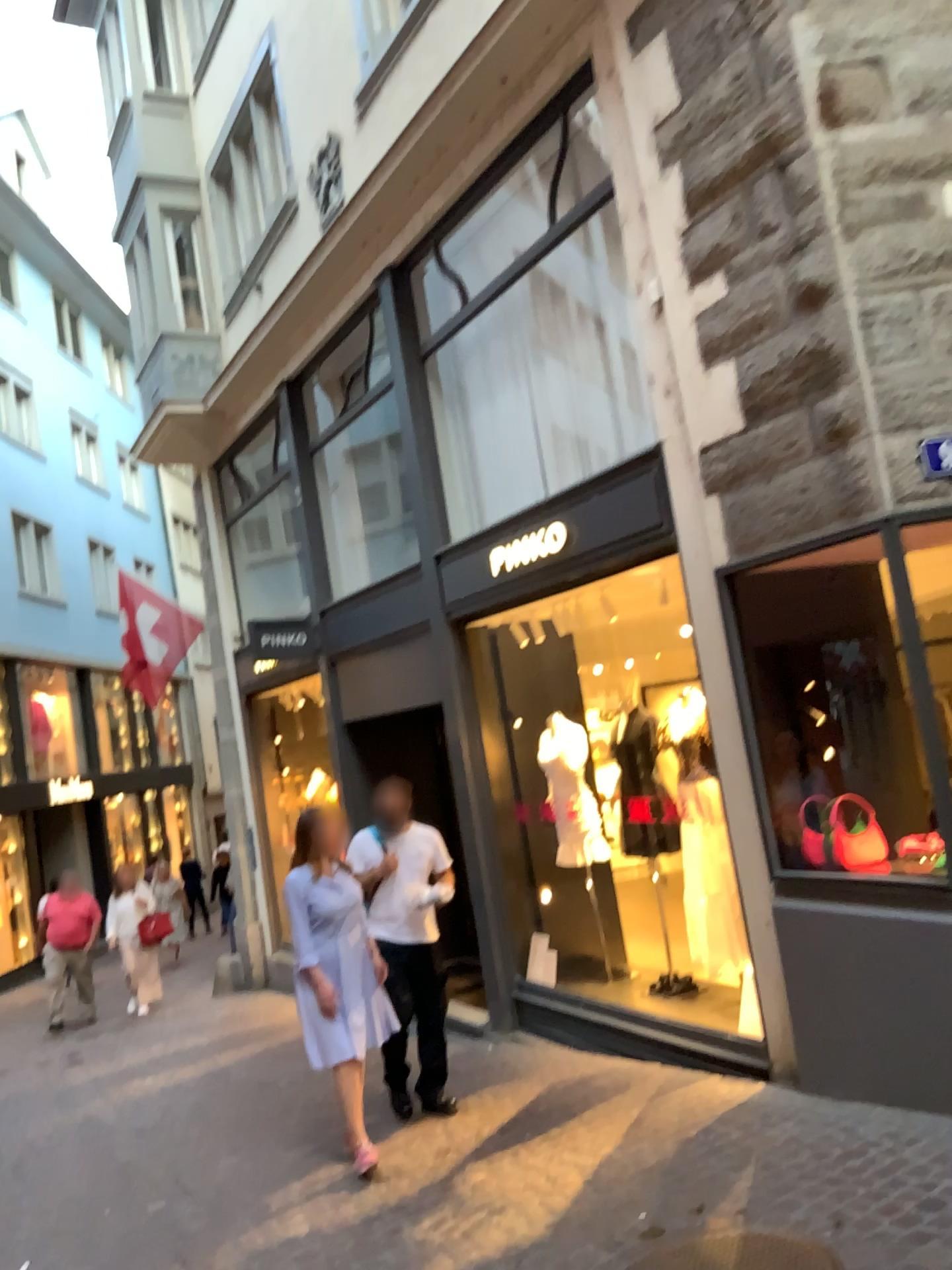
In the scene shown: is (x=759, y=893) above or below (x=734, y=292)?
below
